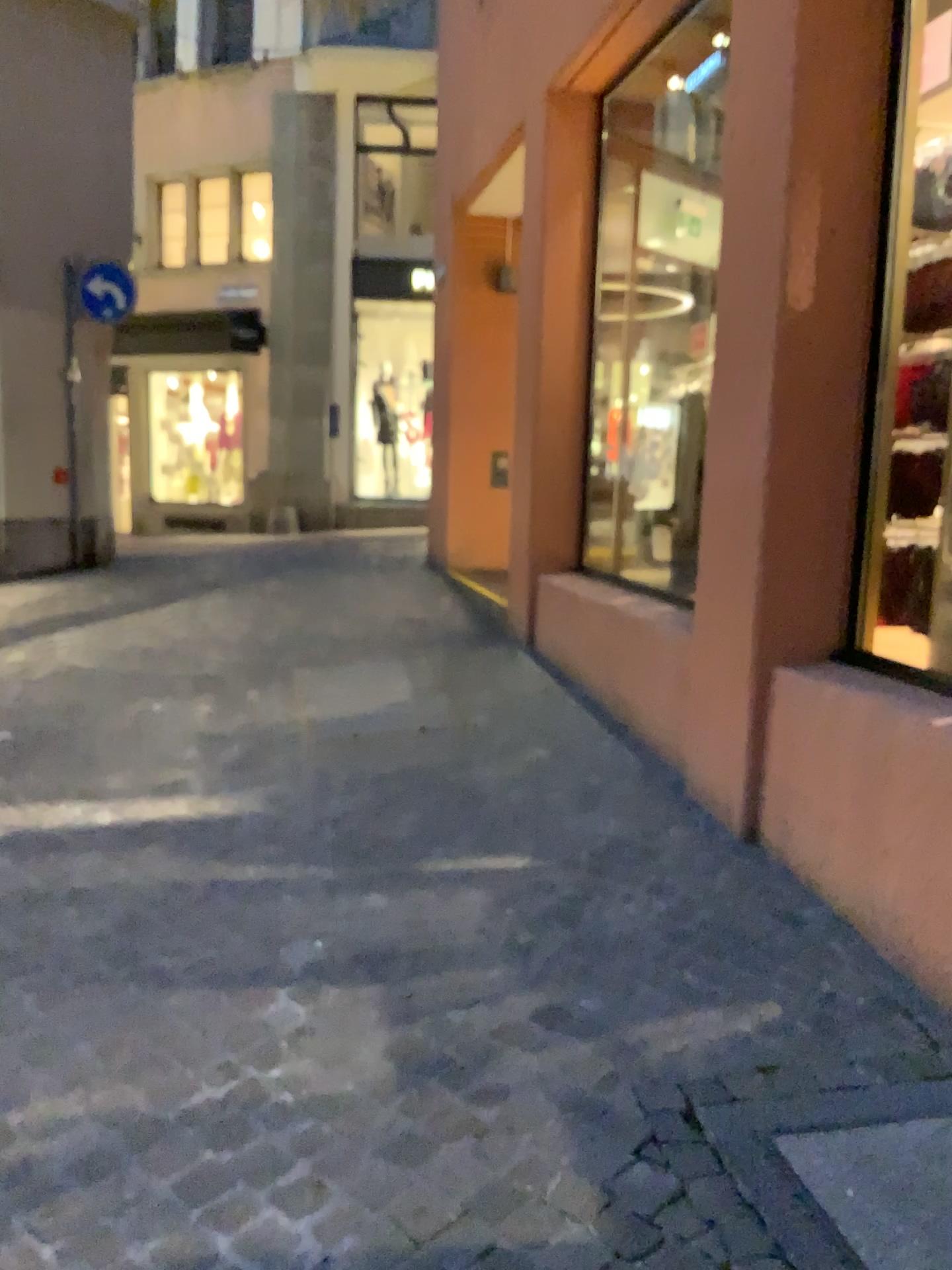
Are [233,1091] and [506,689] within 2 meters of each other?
no
